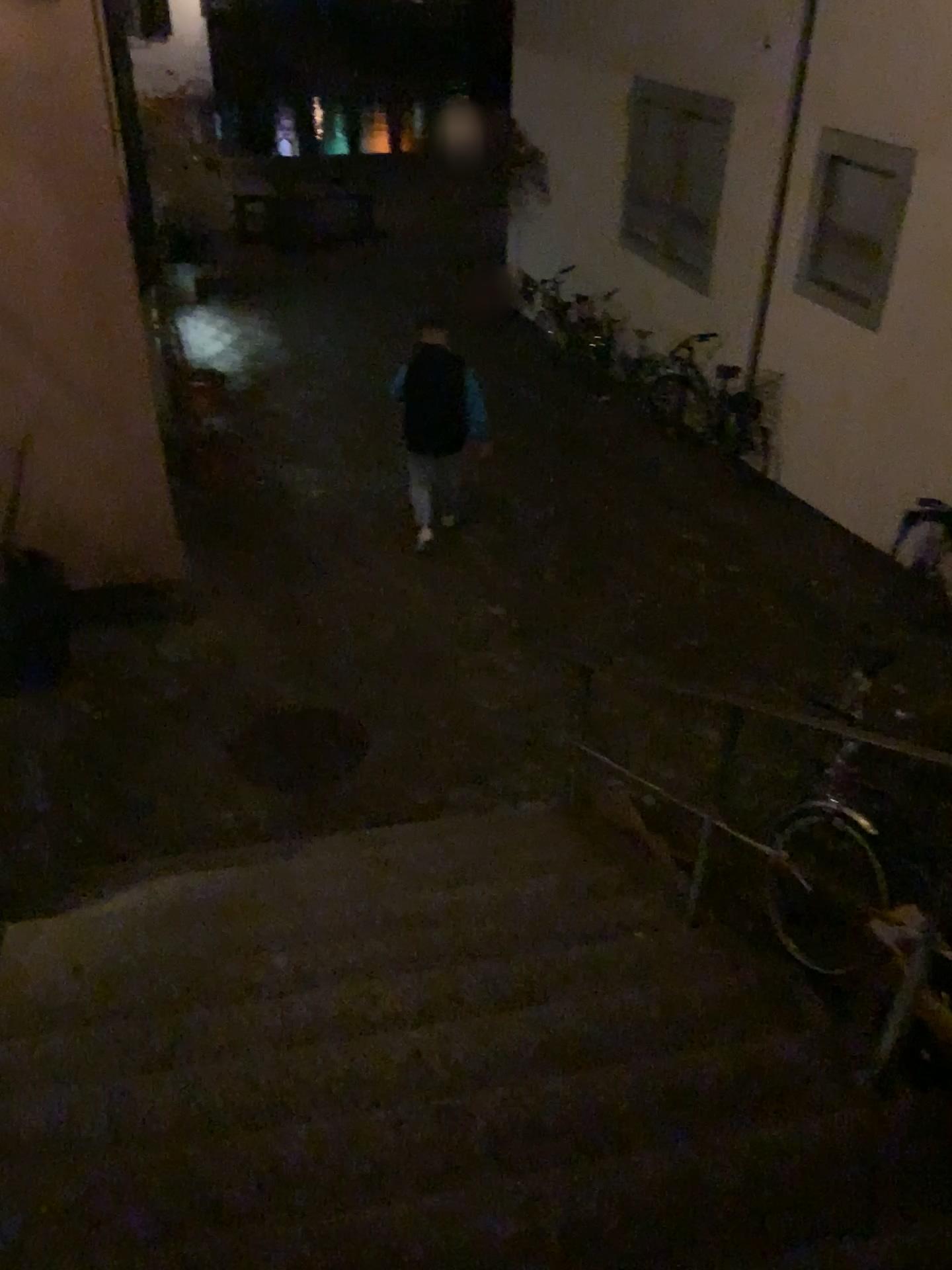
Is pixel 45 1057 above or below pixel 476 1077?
below

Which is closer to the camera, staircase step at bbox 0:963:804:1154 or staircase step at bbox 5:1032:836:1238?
staircase step at bbox 5:1032:836:1238

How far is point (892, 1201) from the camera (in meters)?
1.88

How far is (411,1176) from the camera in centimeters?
214cm

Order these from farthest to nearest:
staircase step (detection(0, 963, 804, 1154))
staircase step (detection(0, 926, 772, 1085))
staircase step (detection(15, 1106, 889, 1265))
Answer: staircase step (detection(0, 926, 772, 1085))
staircase step (detection(0, 963, 804, 1154))
staircase step (detection(15, 1106, 889, 1265))

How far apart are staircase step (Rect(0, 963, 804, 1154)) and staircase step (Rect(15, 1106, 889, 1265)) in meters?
0.3

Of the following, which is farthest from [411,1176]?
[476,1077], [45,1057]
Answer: [45,1057]

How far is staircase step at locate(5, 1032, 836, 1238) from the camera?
2.1m

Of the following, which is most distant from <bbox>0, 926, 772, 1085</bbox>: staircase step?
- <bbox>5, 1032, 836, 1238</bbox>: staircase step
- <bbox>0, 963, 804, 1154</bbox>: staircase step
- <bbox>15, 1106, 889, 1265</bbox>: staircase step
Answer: <bbox>15, 1106, 889, 1265</bbox>: staircase step

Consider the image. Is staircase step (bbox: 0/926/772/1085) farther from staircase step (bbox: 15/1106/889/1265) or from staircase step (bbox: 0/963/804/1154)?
staircase step (bbox: 15/1106/889/1265)
